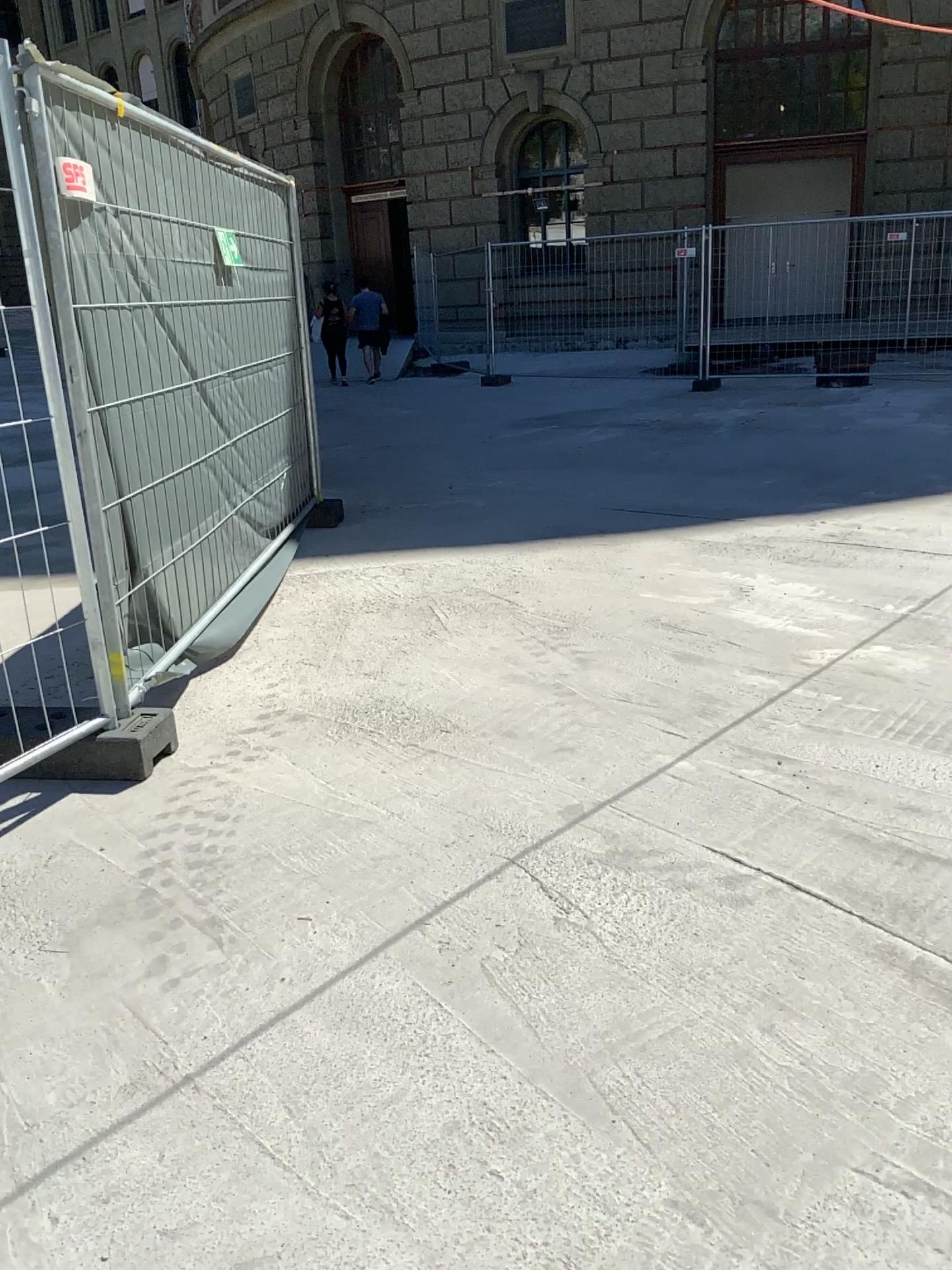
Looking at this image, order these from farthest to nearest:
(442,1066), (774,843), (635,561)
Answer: (635,561)
(774,843)
(442,1066)
